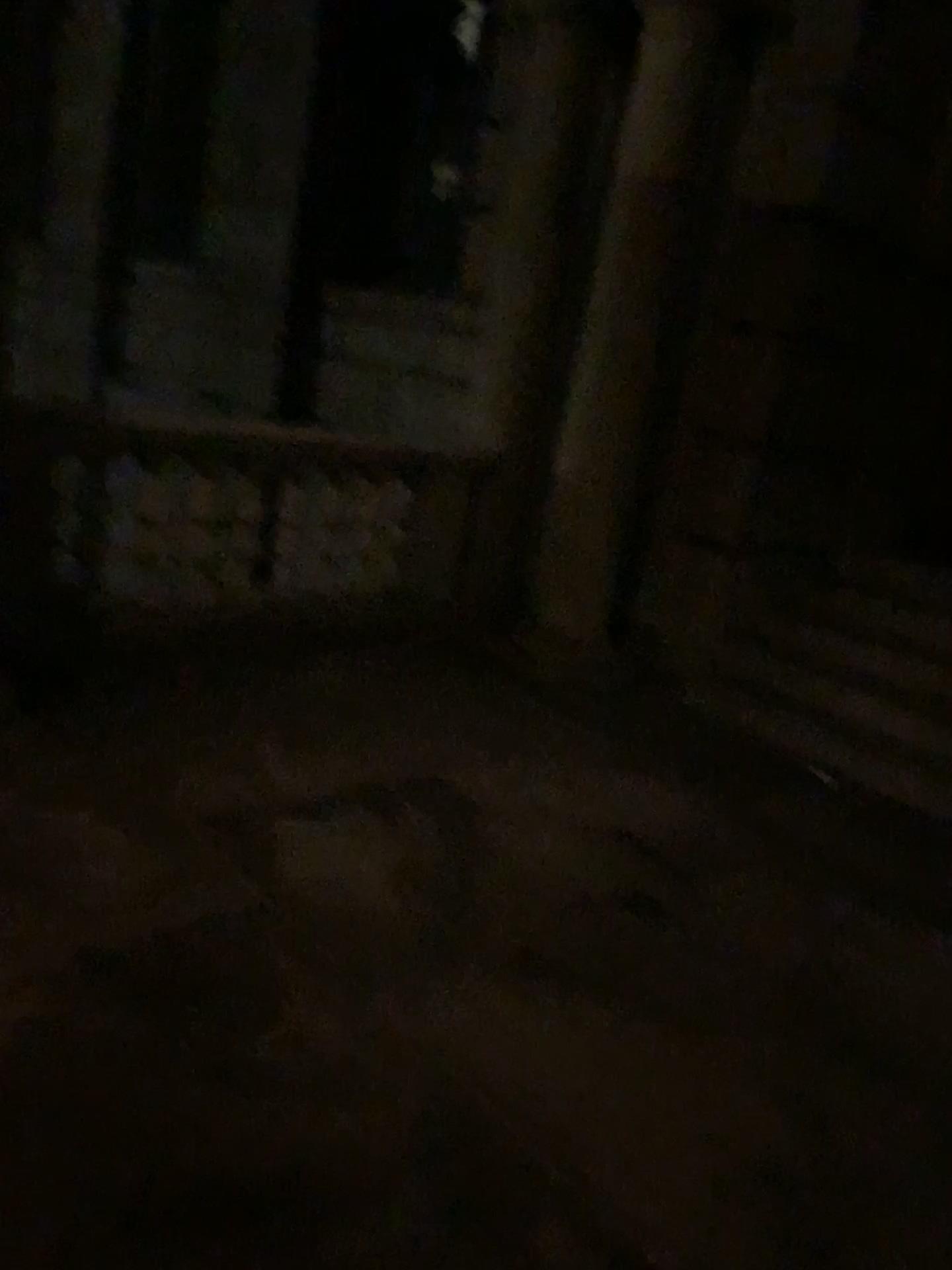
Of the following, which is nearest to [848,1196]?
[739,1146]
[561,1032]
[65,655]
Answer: [739,1146]
